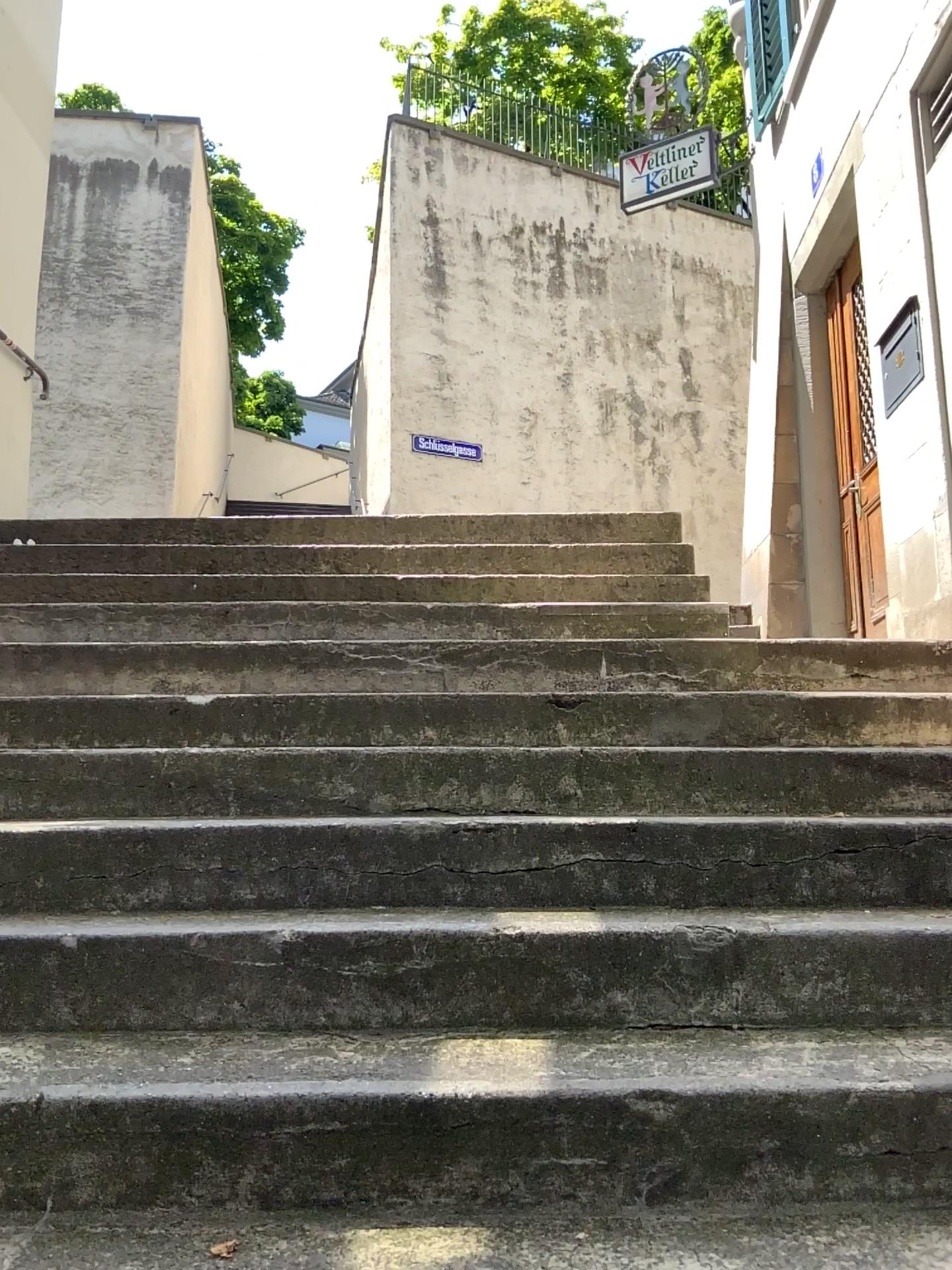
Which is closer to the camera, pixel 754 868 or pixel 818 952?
pixel 818 952
